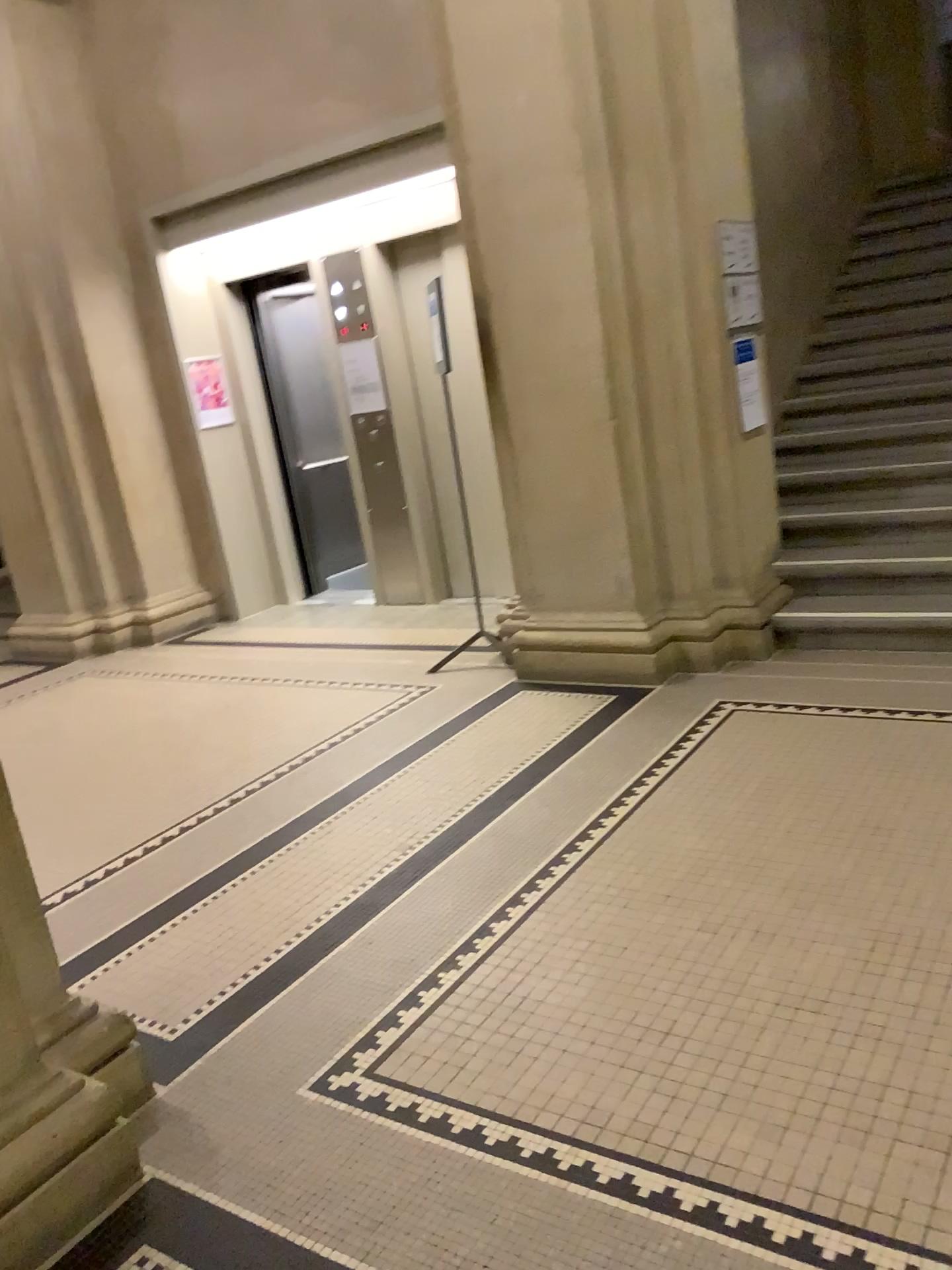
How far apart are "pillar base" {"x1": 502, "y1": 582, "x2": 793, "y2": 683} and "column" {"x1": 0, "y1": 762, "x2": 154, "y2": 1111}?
2.7 meters

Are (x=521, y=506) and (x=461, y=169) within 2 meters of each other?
yes

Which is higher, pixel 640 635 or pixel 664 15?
pixel 664 15

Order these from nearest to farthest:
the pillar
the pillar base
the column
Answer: the column, the pillar, the pillar base

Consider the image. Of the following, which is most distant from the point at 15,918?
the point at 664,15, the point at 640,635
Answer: the point at 664,15

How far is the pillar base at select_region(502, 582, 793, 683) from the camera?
4.6 meters

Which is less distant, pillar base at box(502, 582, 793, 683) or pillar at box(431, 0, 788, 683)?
pillar at box(431, 0, 788, 683)

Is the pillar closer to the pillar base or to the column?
the pillar base

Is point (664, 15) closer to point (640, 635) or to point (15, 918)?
point (640, 635)

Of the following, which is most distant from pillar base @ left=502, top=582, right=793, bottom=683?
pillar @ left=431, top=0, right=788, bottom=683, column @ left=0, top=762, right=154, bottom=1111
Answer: column @ left=0, top=762, right=154, bottom=1111
